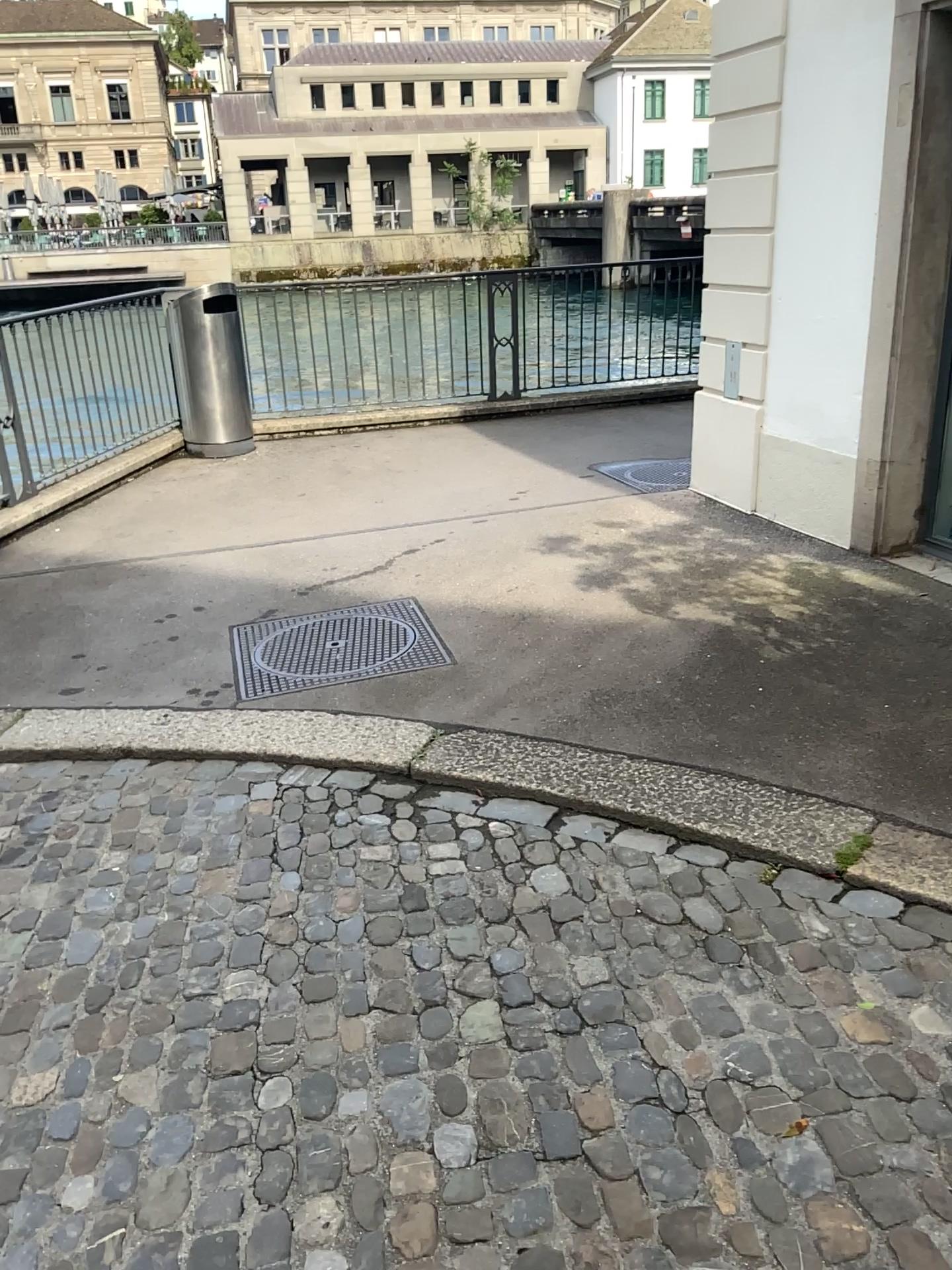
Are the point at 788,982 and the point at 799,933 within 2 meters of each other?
yes
